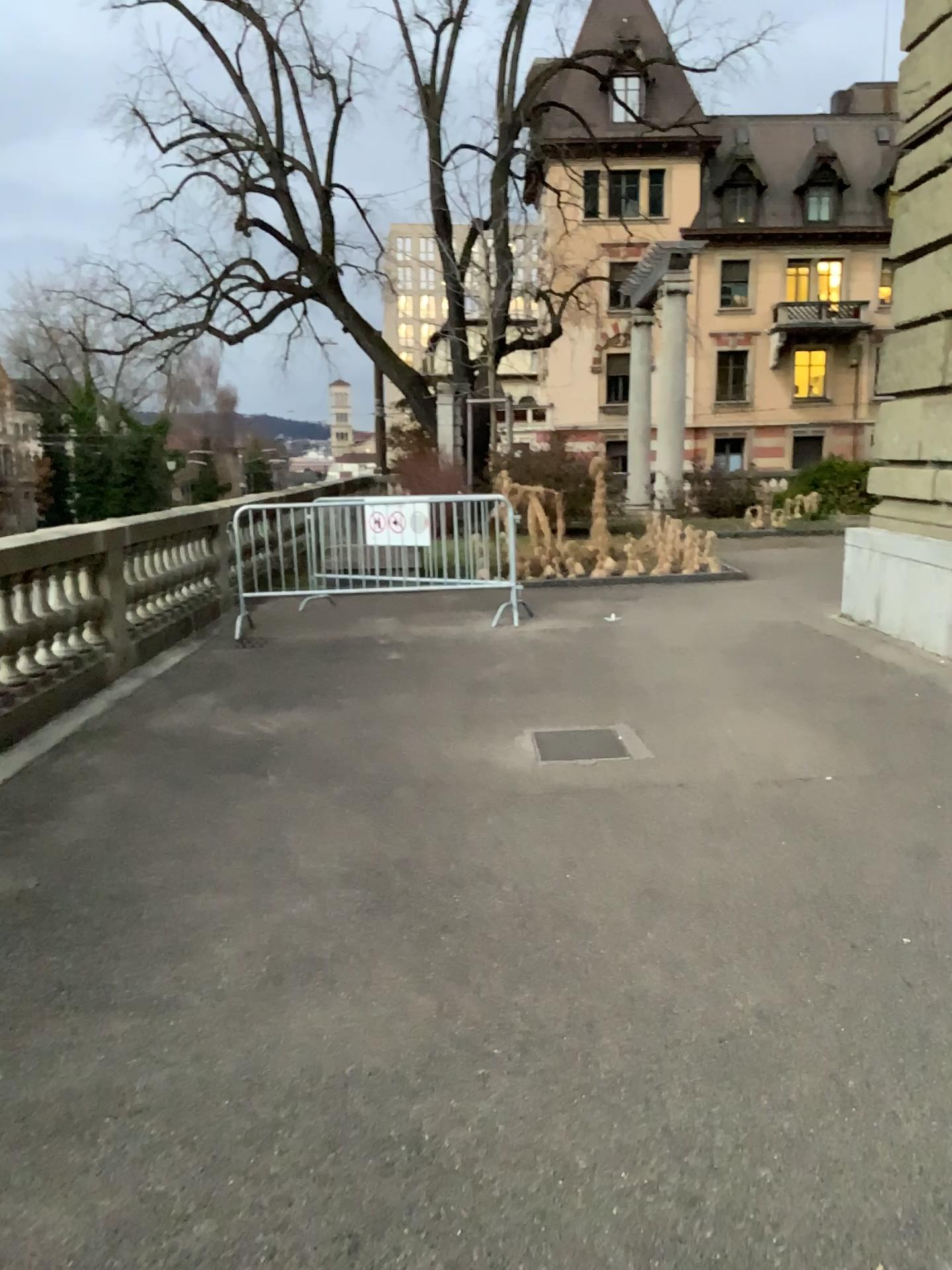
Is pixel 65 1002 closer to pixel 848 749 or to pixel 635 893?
pixel 635 893
